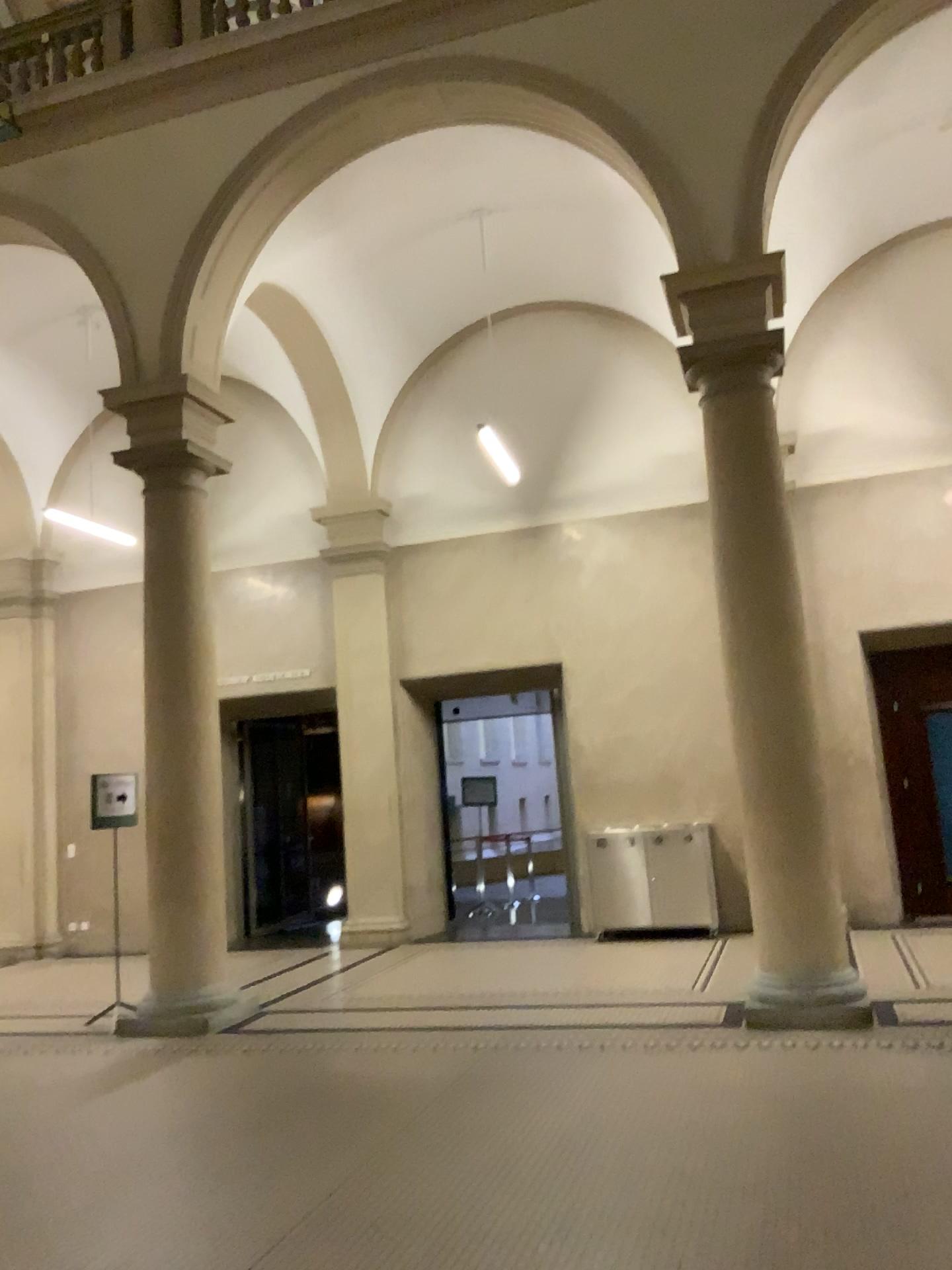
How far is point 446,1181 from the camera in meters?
4.0 m
